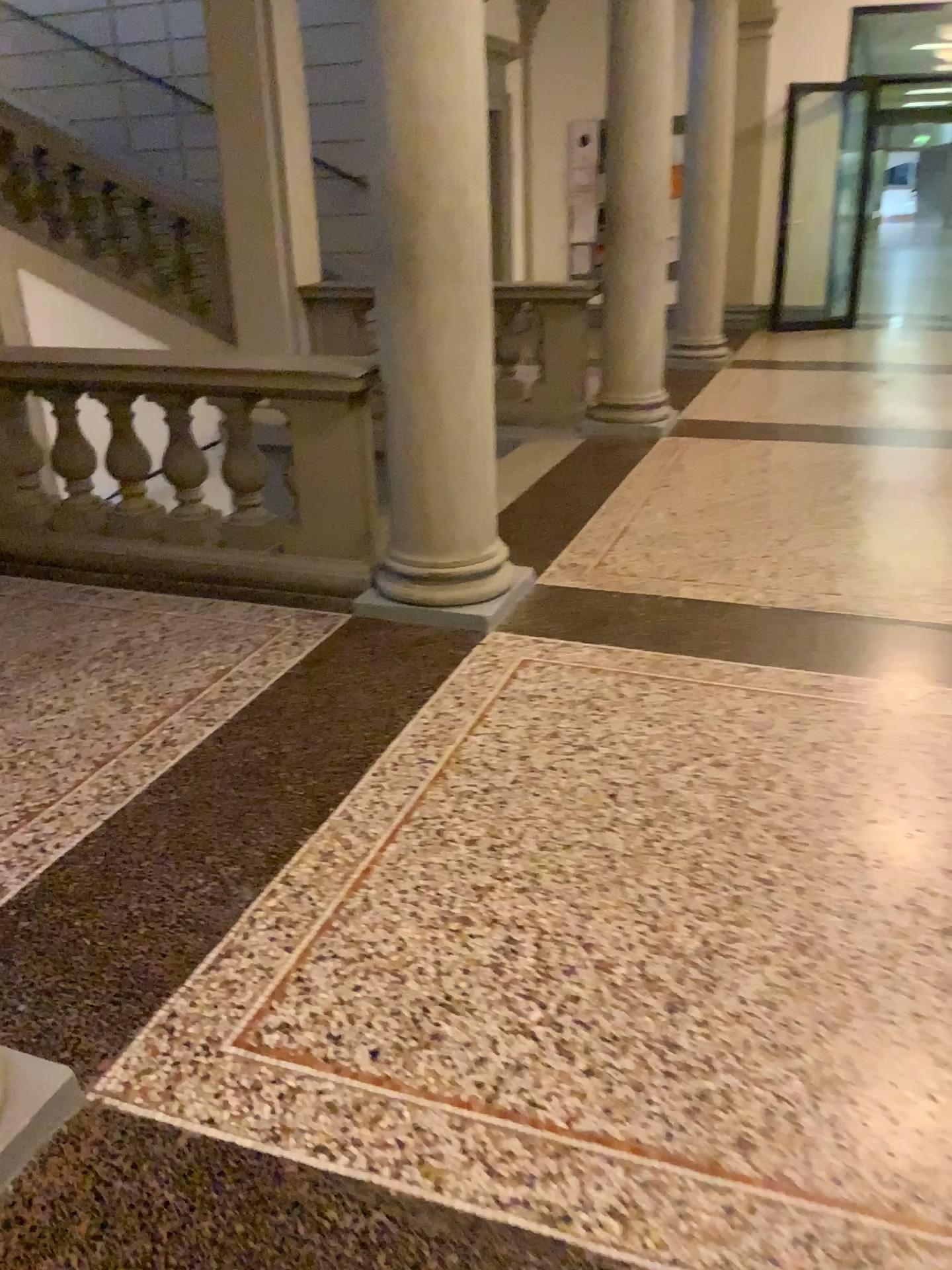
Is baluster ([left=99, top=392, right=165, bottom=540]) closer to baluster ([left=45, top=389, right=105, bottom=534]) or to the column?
baluster ([left=45, top=389, right=105, bottom=534])

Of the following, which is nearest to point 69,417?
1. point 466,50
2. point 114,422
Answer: point 114,422

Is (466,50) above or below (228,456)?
above

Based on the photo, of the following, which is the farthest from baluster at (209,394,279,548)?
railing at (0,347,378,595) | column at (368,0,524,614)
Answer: column at (368,0,524,614)

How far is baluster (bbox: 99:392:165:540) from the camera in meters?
4.2

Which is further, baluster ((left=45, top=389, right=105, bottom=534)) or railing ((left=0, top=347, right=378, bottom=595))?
baluster ((left=45, top=389, right=105, bottom=534))

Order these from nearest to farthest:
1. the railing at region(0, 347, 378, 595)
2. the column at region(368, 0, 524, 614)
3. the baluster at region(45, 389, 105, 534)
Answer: the column at region(368, 0, 524, 614), the railing at region(0, 347, 378, 595), the baluster at region(45, 389, 105, 534)

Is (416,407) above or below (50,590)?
above

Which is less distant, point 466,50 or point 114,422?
point 466,50

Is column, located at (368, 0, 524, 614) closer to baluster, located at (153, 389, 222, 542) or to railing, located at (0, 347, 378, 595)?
railing, located at (0, 347, 378, 595)
